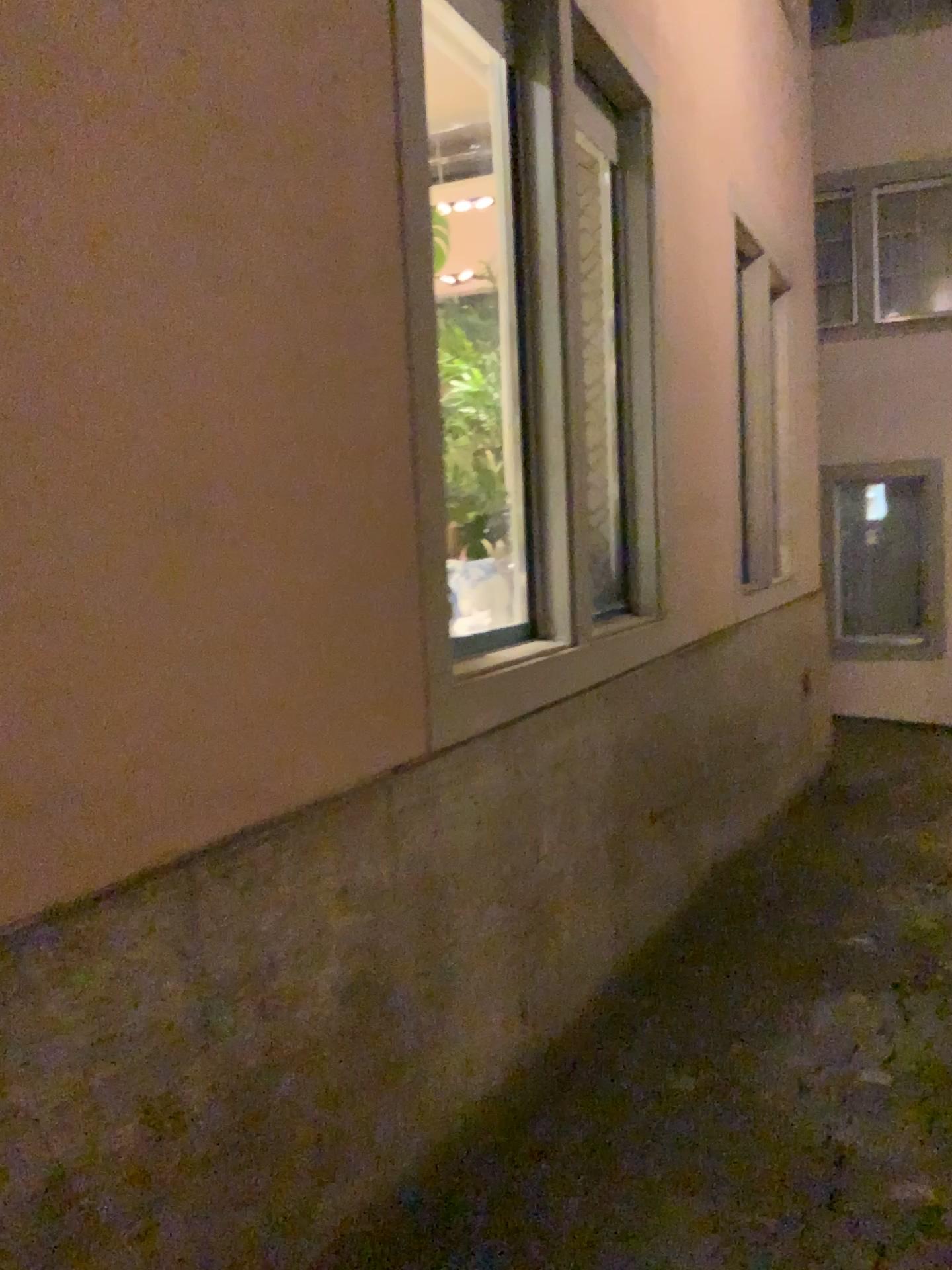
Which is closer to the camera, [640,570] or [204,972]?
[204,972]

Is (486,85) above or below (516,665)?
above
